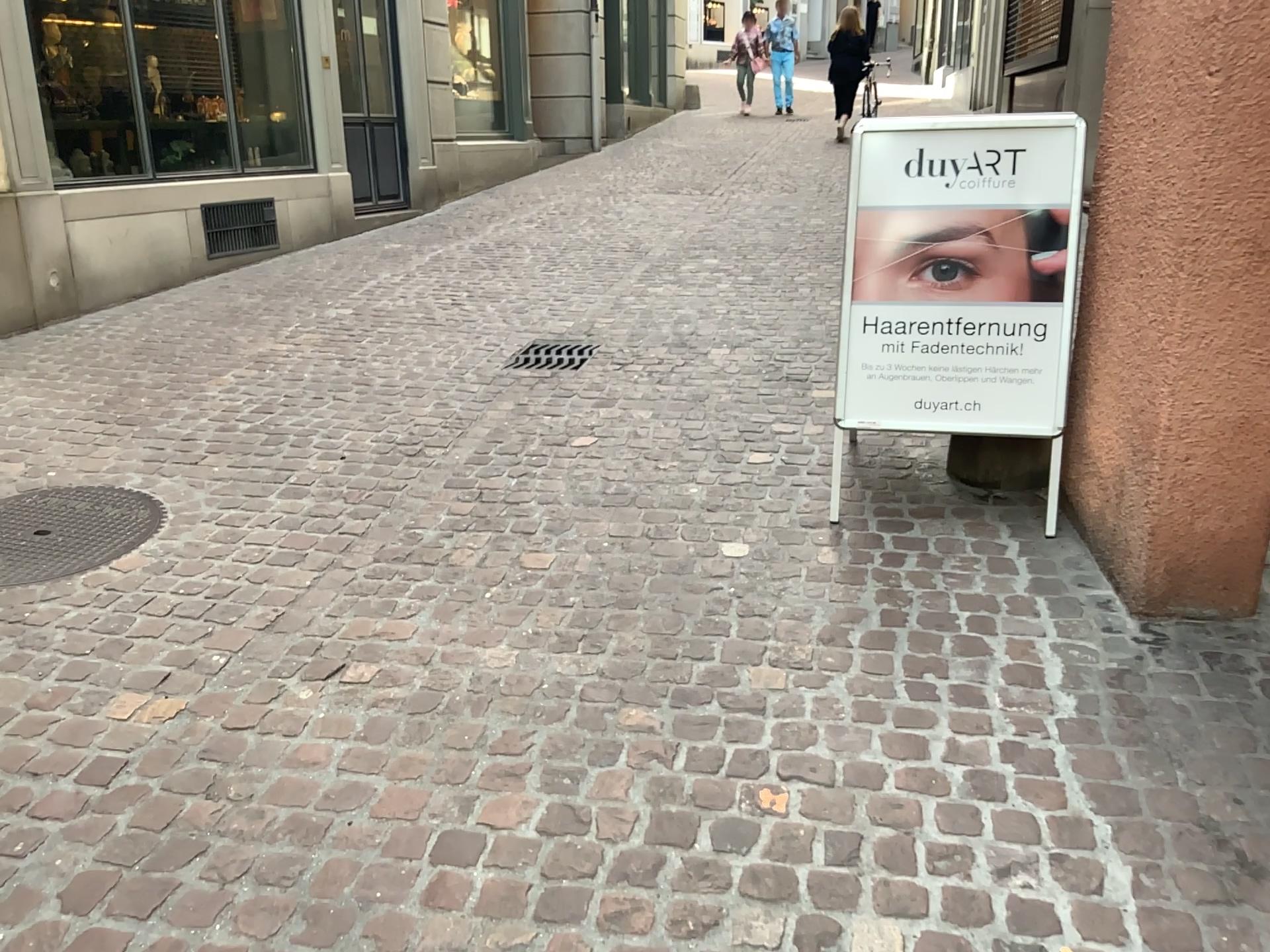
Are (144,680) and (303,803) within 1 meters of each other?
yes

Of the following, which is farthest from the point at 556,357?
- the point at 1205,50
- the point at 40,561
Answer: the point at 1205,50

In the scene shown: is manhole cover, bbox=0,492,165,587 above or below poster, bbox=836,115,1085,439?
below

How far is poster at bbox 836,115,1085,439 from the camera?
2.9m

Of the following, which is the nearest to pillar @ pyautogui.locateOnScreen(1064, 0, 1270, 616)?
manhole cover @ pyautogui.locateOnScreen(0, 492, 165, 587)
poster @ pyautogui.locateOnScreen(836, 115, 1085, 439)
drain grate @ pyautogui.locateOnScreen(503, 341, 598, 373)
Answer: poster @ pyautogui.locateOnScreen(836, 115, 1085, 439)

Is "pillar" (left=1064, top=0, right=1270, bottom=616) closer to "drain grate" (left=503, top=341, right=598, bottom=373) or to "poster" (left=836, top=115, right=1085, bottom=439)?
"poster" (left=836, top=115, right=1085, bottom=439)

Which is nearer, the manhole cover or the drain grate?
the manhole cover

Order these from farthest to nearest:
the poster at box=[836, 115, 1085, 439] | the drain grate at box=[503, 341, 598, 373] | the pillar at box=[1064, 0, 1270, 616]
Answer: the drain grate at box=[503, 341, 598, 373] < the poster at box=[836, 115, 1085, 439] < the pillar at box=[1064, 0, 1270, 616]

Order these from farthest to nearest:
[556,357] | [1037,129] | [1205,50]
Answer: [556,357], [1037,129], [1205,50]

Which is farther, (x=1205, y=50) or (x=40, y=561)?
(x=40, y=561)
